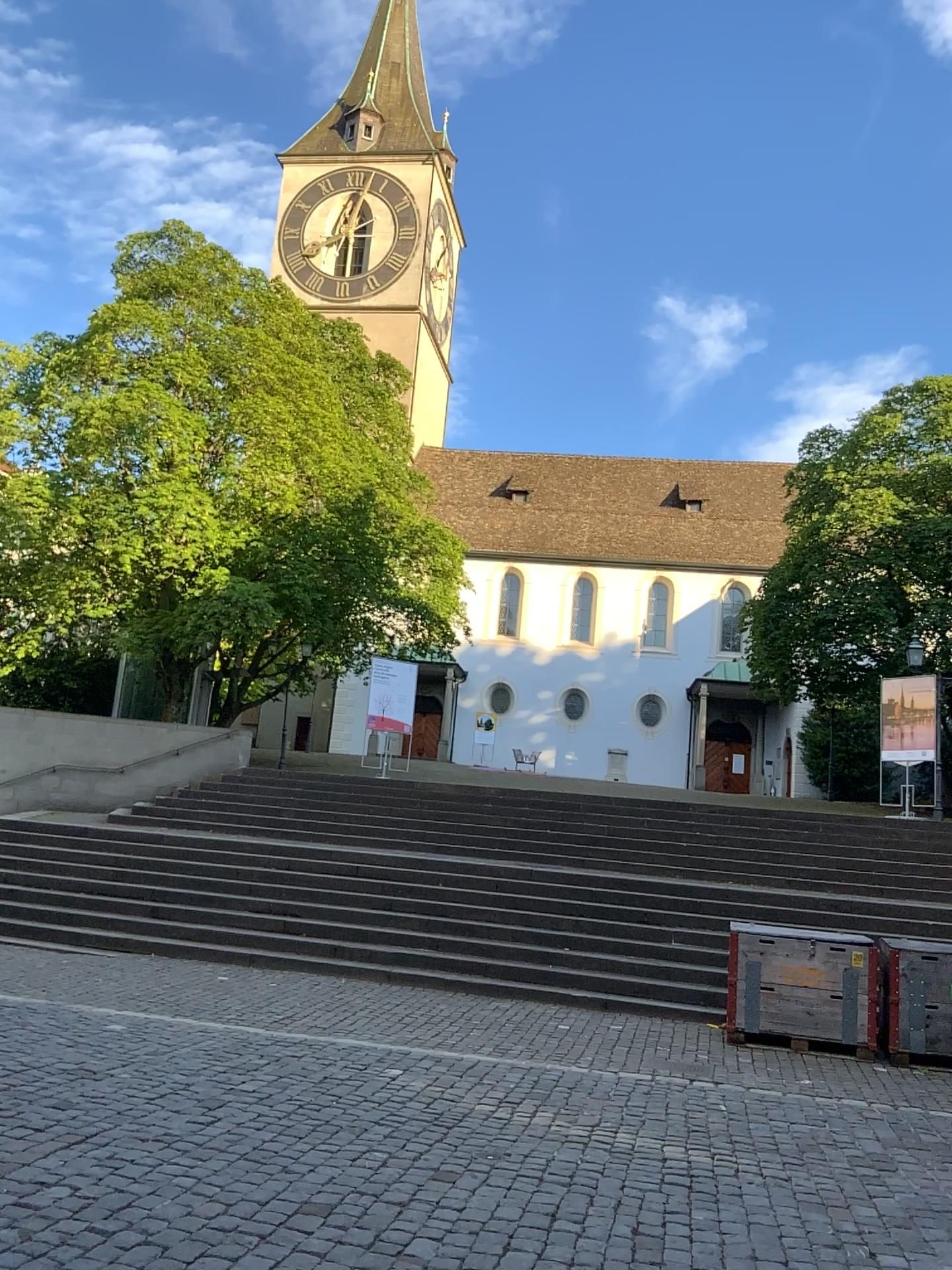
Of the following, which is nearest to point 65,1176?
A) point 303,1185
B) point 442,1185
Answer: point 303,1185
